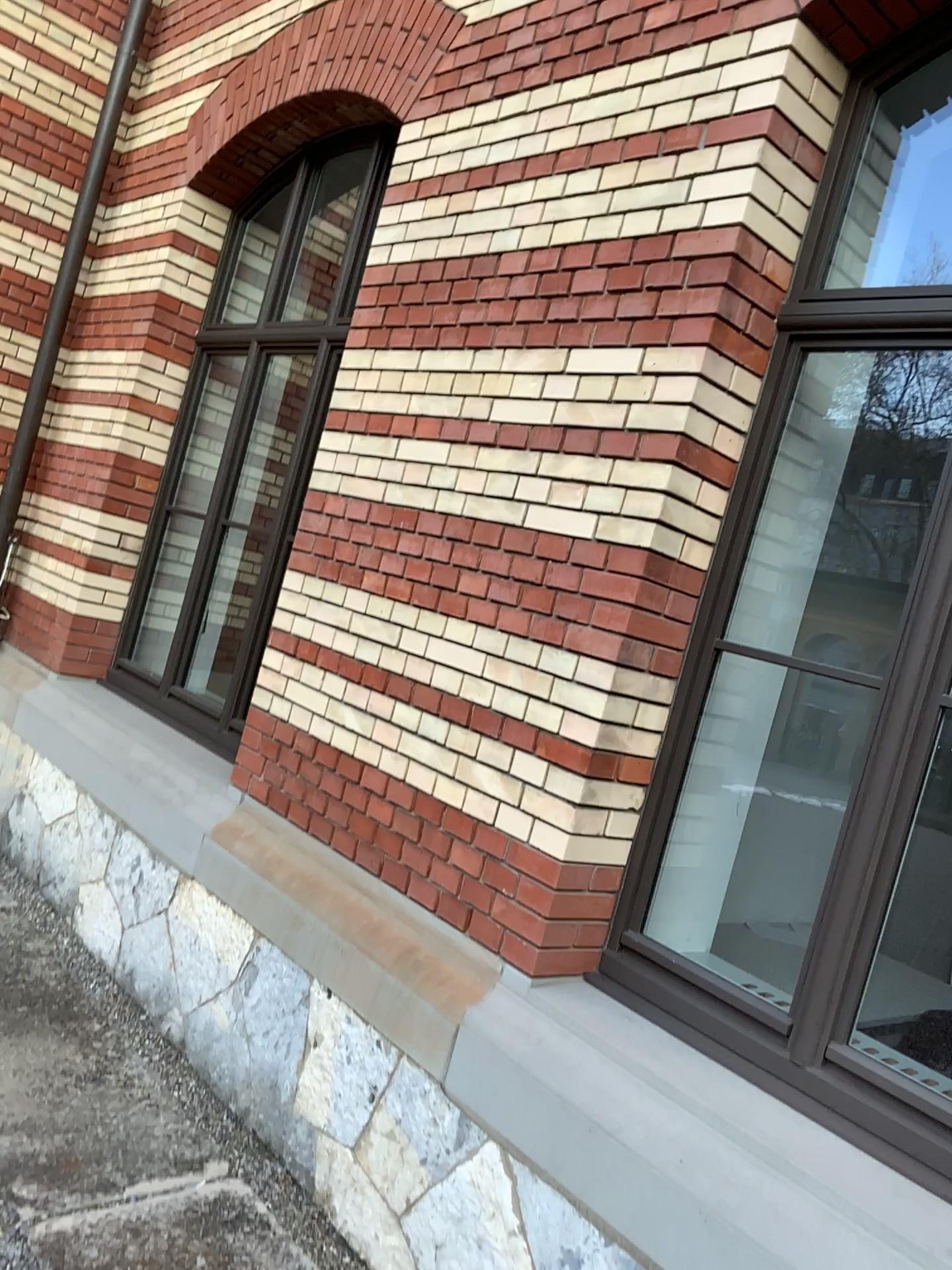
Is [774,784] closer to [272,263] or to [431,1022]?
[431,1022]

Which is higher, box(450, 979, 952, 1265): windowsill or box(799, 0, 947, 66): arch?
box(799, 0, 947, 66): arch

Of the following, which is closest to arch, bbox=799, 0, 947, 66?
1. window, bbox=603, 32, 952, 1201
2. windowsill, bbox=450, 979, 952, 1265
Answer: window, bbox=603, 32, 952, 1201

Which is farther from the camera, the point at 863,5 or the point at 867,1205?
the point at 863,5

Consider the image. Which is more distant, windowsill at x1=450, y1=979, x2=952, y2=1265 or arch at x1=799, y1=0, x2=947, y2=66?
arch at x1=799, y1=0, x2=947, y2=66

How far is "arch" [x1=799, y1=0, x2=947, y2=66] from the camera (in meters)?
2.44

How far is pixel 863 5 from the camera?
2.4m

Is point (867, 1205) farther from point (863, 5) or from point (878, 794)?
point (863, 5)

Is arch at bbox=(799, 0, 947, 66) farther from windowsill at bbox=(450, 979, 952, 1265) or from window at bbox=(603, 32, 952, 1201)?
windowsill at bbox=(450, 979, 952, 1265)
